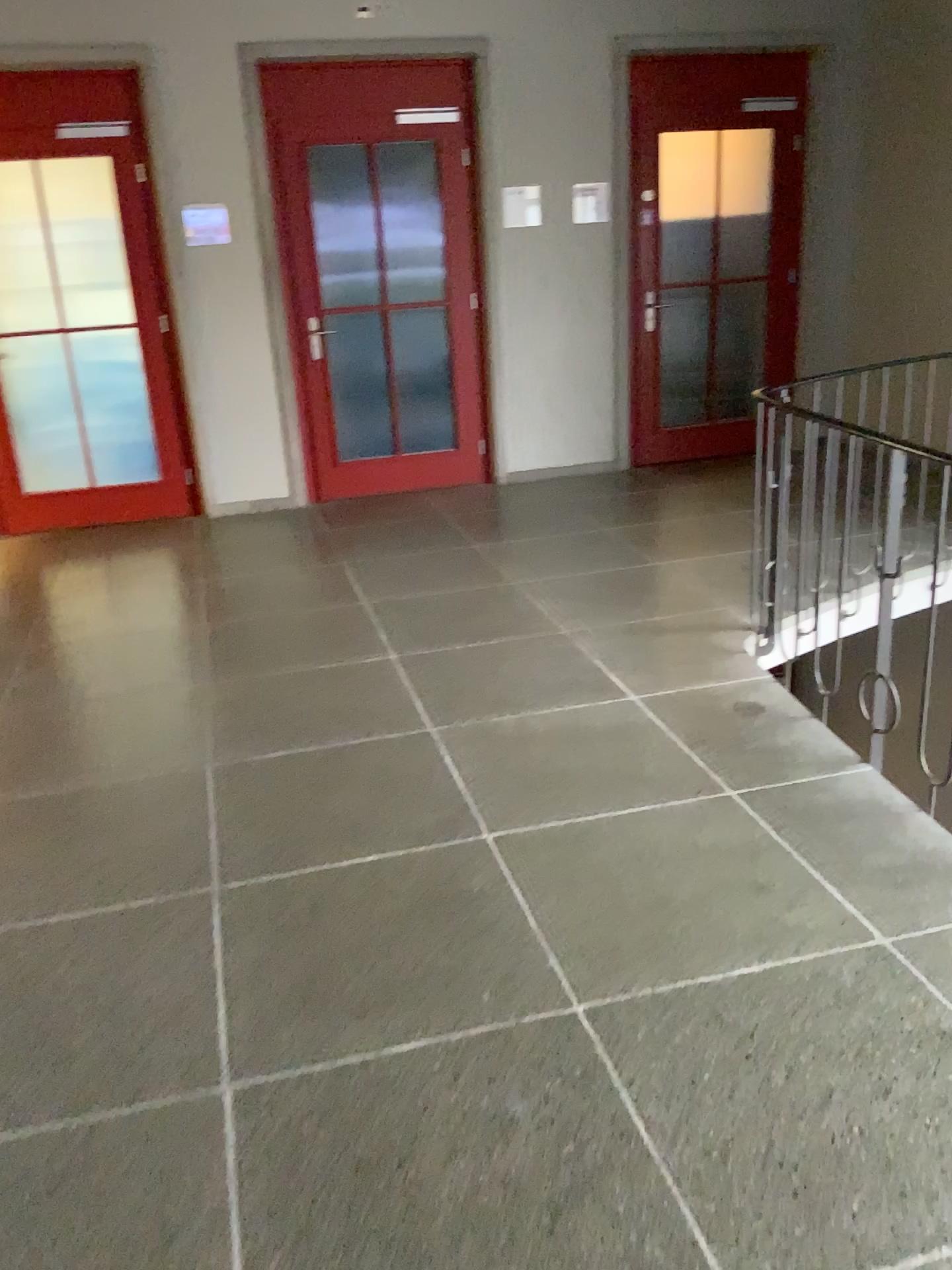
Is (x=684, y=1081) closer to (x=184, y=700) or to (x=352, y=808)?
(x=352, y=808)
